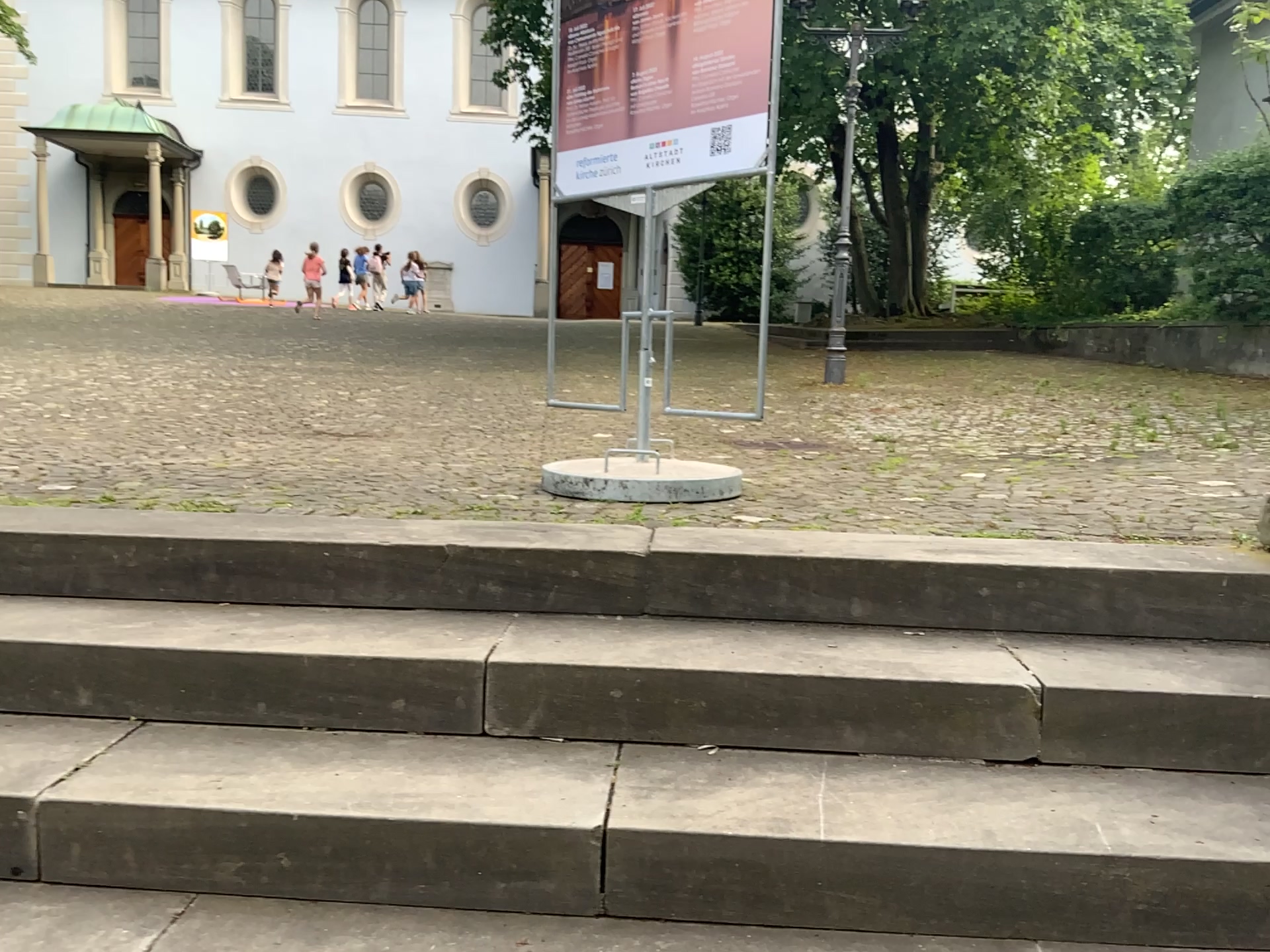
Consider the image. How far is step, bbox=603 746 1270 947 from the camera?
1.6m

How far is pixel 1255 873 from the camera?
1.57m

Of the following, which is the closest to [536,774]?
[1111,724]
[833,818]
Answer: [833,818]
